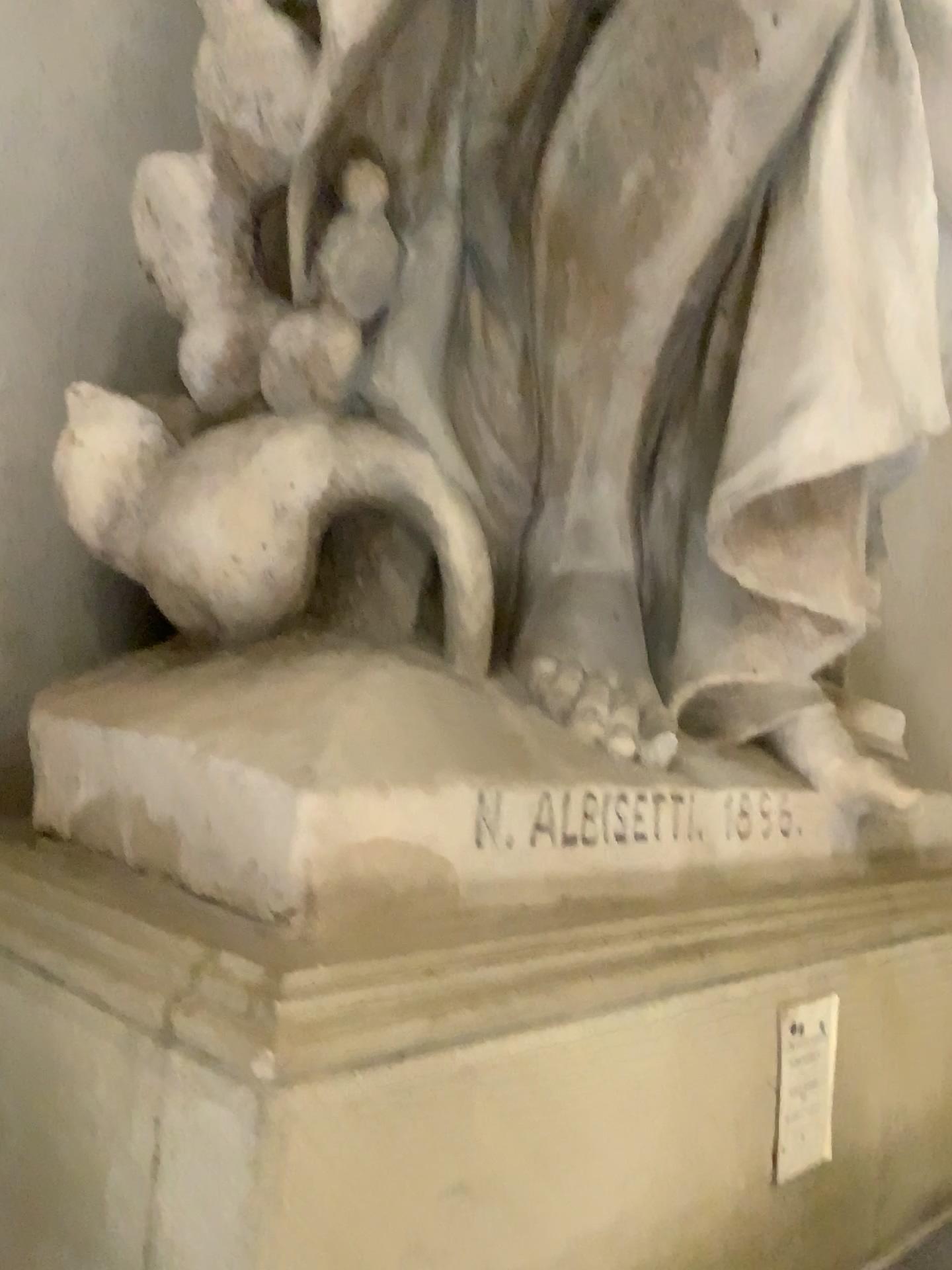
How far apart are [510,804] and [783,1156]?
0.62m

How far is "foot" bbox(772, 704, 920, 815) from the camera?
1.5m

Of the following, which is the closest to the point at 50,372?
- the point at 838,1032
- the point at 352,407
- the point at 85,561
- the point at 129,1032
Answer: the point at 85,561

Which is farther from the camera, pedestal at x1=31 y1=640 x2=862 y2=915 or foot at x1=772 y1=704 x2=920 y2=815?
foot at x1=772 y1=704 x2=920 y2=815

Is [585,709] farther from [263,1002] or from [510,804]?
[263,1002]

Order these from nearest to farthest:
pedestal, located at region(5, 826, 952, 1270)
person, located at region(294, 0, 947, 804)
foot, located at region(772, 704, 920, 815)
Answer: pedestal, located at region(5, 826, 952, 1270), person, located at region(294, 0, 947, 804), foot, located at region(772, 704, 920, 815)

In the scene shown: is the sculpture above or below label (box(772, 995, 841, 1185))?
above

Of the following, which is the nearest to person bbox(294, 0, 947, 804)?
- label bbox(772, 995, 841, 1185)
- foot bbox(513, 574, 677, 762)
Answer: foot bbox(513, 574, 677, 762)

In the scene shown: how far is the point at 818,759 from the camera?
1.5m

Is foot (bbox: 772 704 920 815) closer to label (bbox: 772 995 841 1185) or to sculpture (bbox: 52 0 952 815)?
sculpture (bbox: 52 0 952 815)
